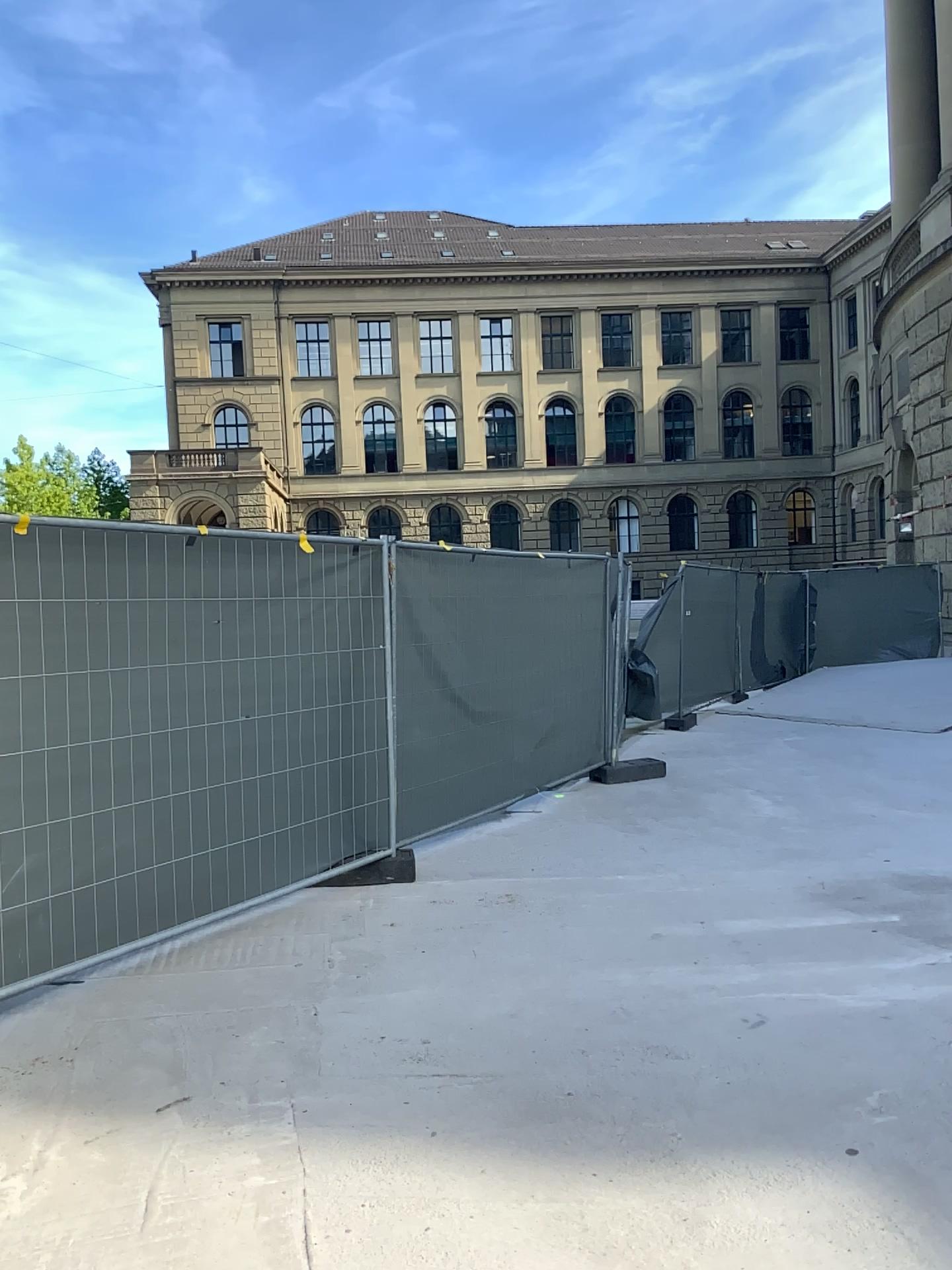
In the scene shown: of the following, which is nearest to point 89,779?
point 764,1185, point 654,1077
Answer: point 654,1077
